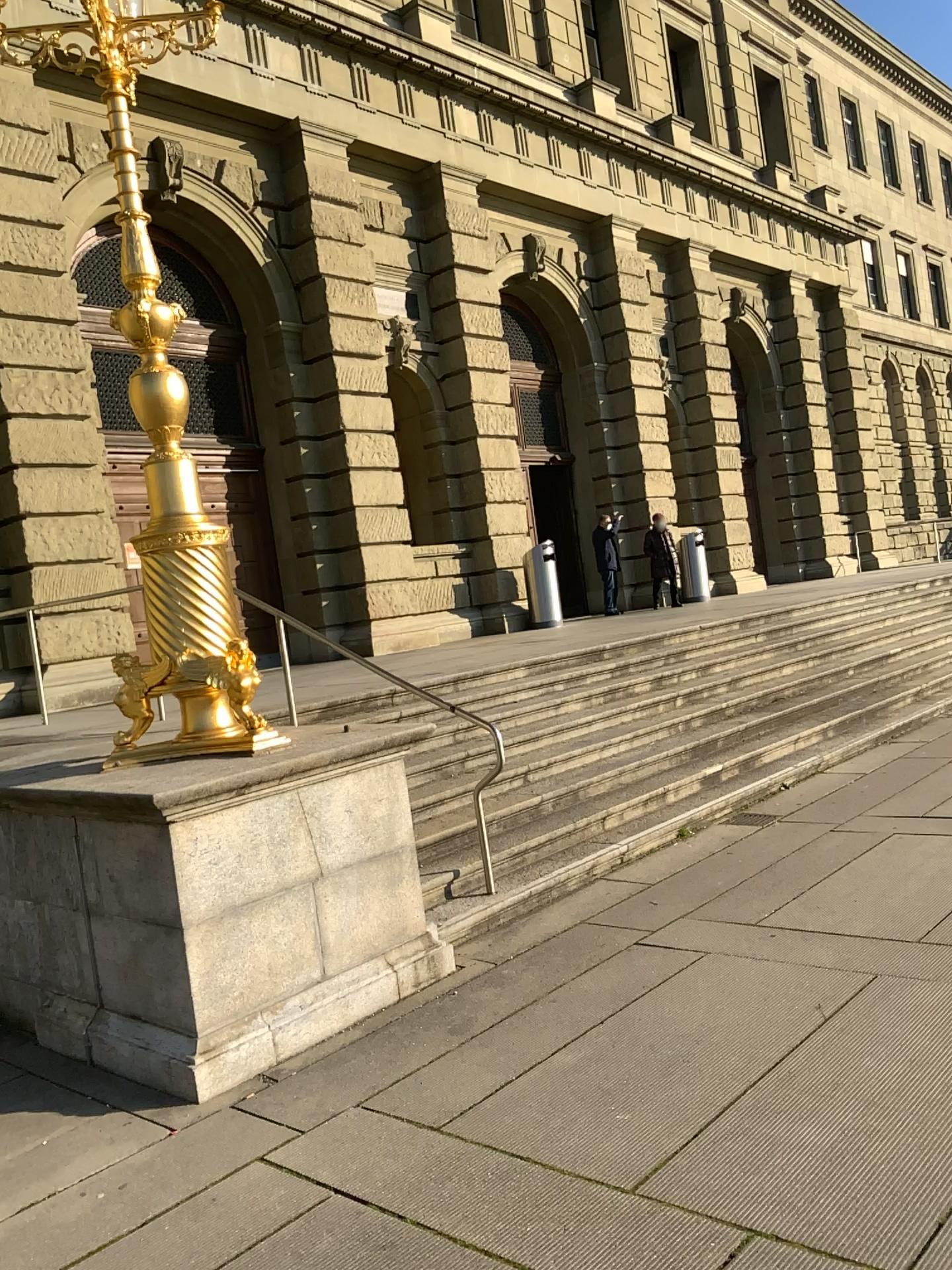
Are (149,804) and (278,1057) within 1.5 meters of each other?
yes
